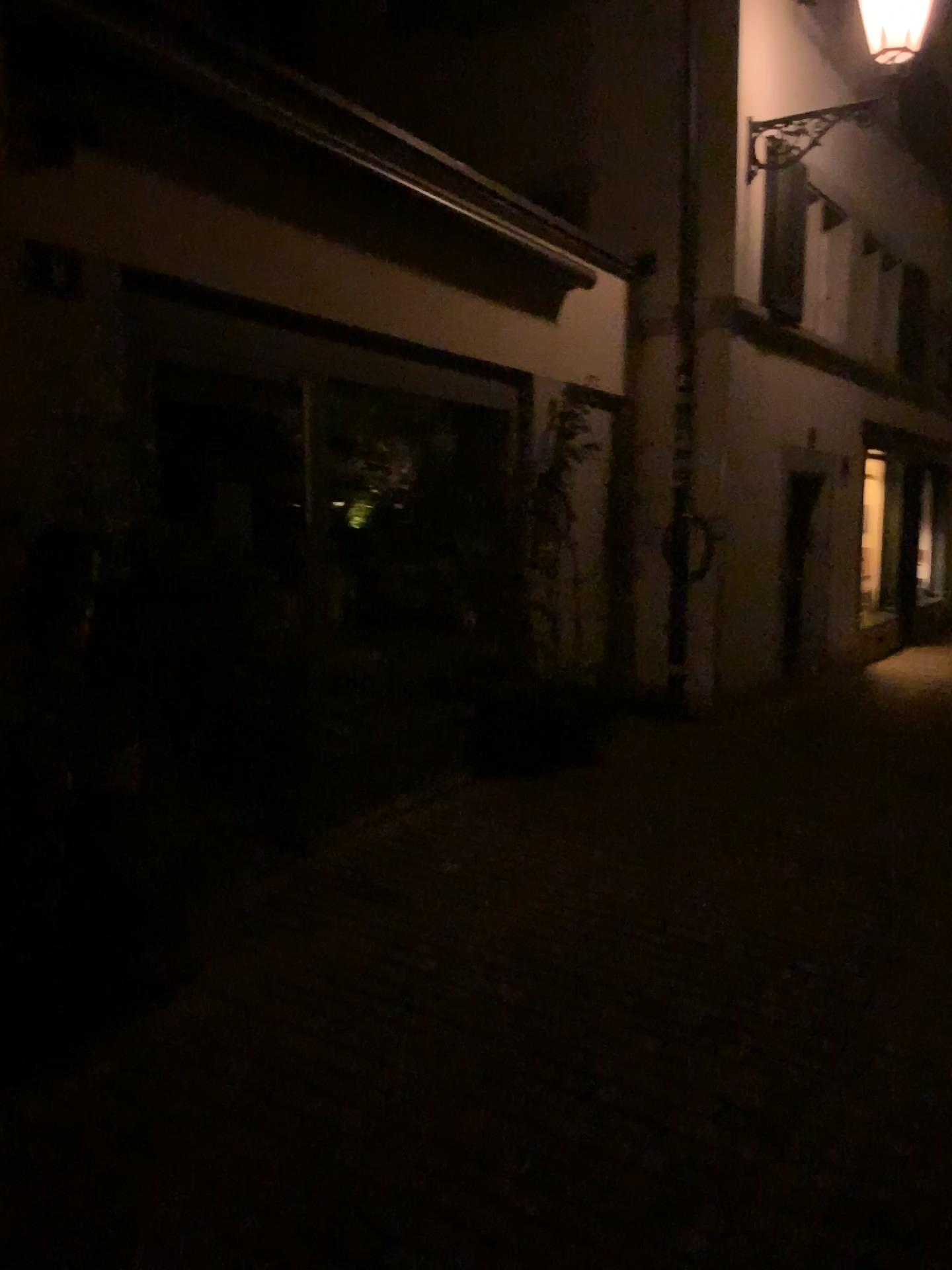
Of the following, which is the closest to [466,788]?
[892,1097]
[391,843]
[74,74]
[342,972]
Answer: [391,843]
